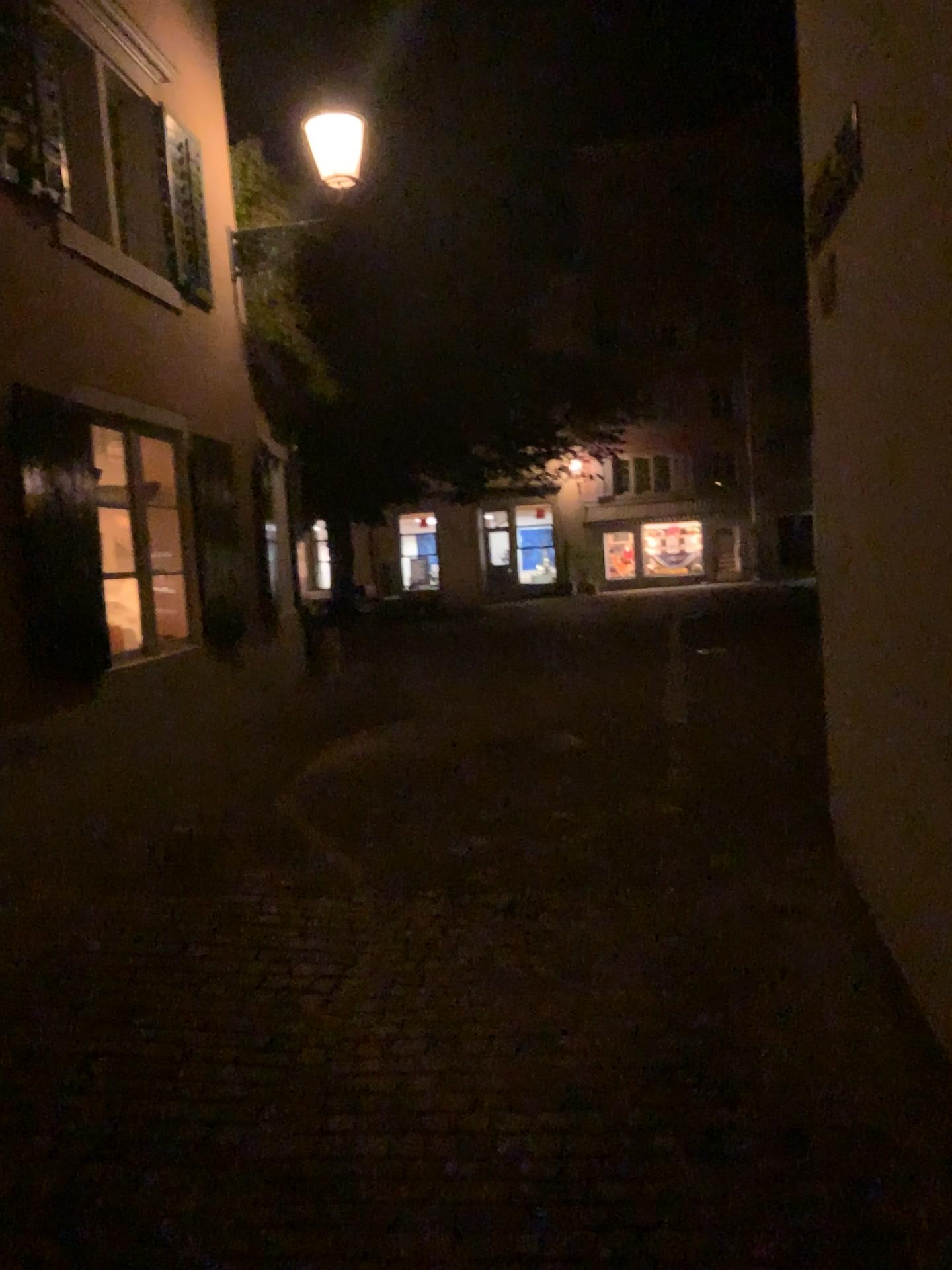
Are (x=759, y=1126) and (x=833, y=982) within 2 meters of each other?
yes
